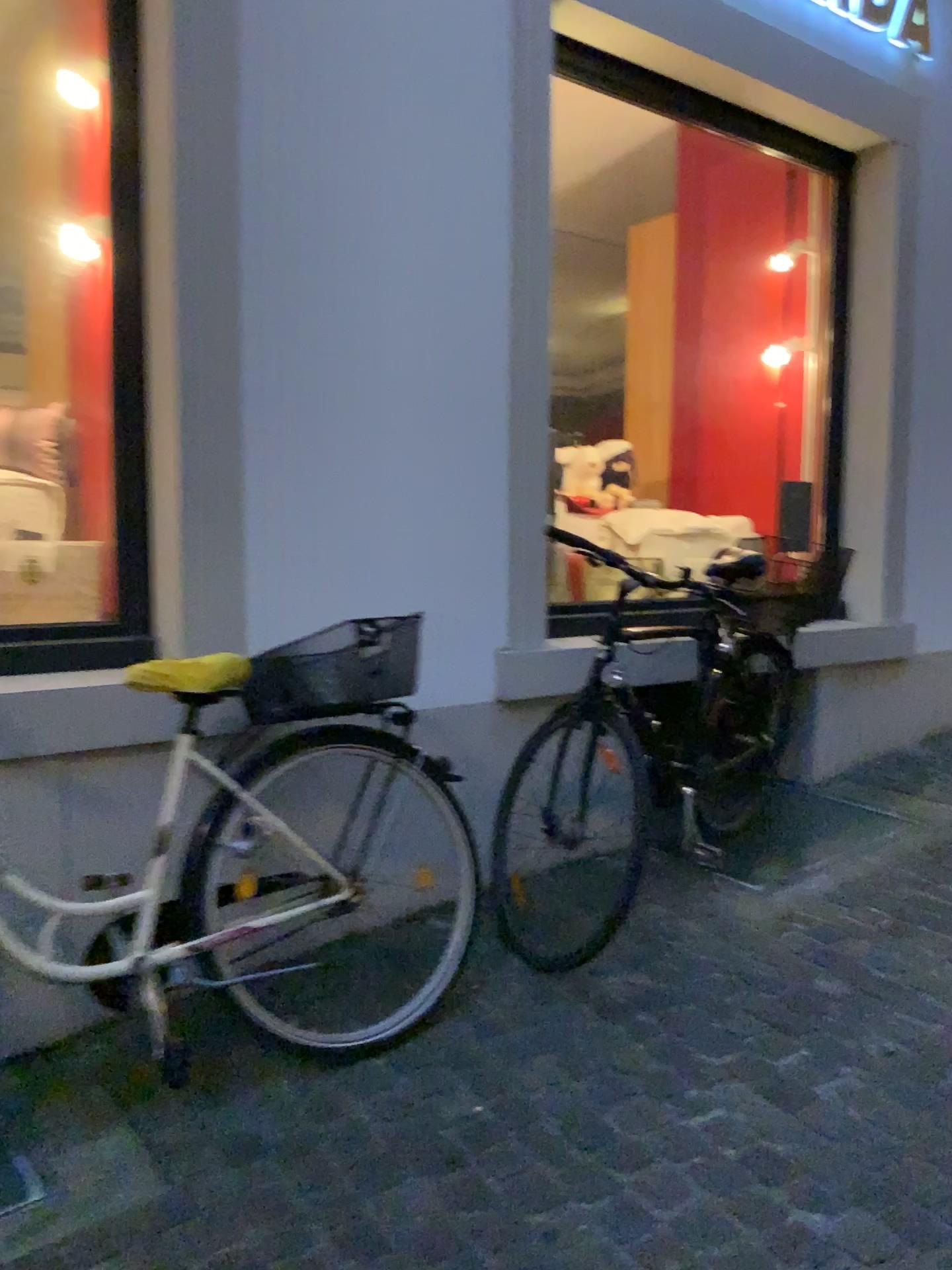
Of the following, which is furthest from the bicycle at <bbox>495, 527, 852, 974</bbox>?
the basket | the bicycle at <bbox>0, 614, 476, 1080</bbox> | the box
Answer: the box

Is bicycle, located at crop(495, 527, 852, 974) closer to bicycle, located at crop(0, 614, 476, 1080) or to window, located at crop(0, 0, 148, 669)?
bicycle, located at crop(0, 614, 476, 1080)

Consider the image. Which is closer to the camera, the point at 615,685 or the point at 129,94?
the point at 129,94

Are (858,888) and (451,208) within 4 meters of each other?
yes

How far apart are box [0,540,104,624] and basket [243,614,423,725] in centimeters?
86cm

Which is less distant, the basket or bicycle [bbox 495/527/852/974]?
Result: the basket

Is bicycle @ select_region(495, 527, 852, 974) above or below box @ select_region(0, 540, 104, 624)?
below

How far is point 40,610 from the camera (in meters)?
2.93

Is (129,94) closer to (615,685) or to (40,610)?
(40,610)

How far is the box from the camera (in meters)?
2.93
